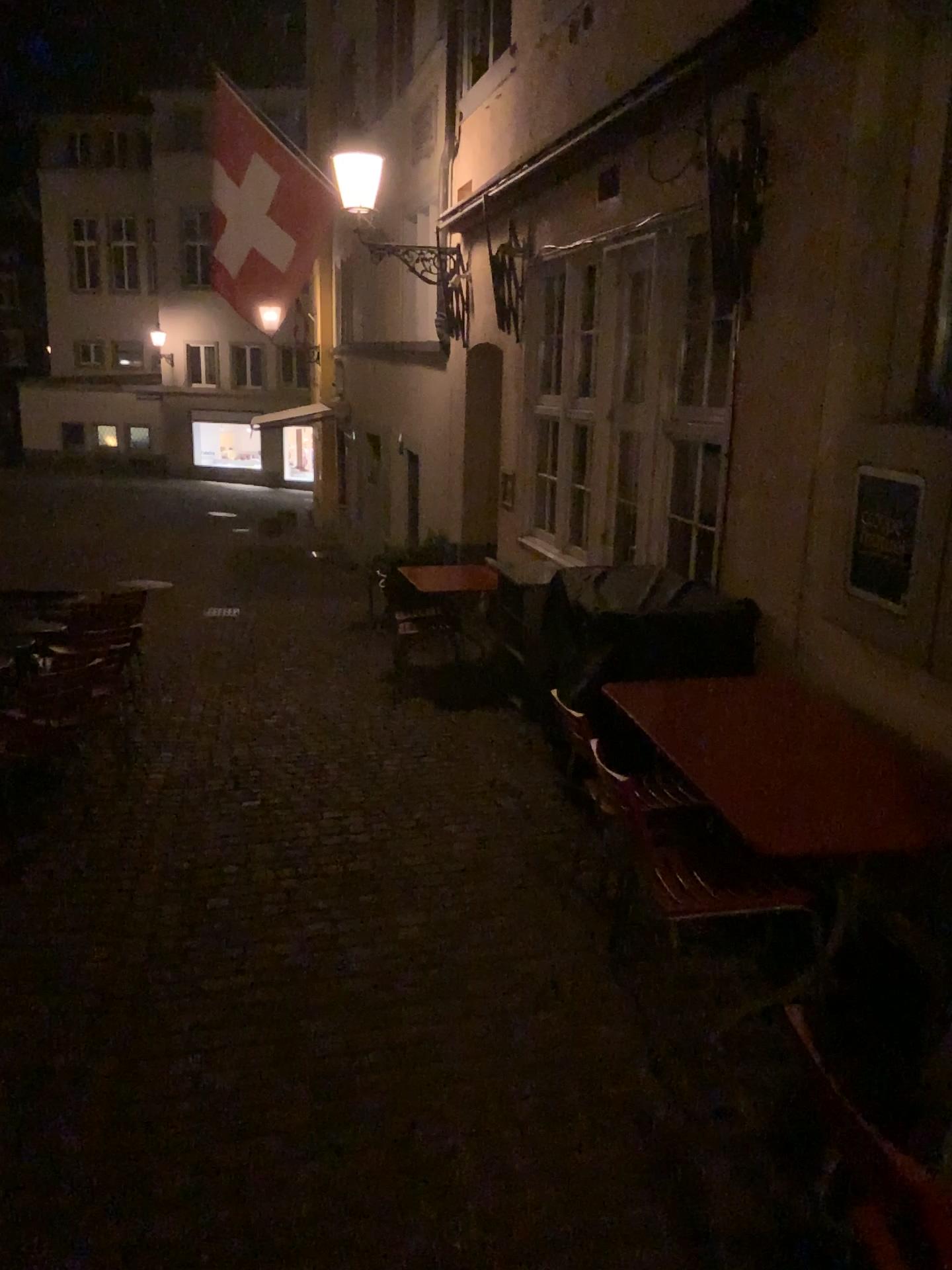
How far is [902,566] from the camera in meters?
3.3 m

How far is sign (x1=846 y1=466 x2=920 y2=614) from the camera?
3.3m

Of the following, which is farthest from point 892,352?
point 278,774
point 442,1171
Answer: point 278,774
